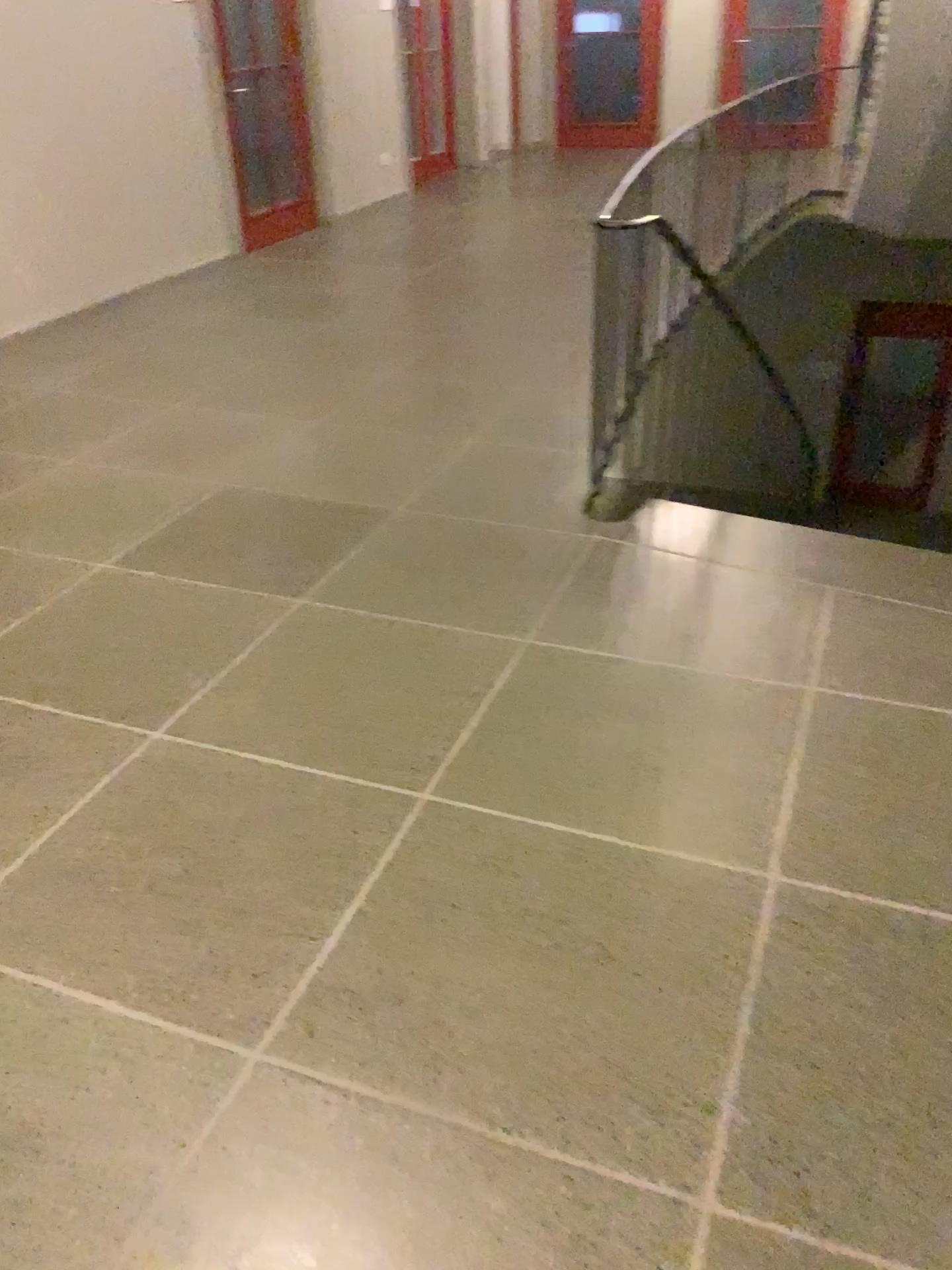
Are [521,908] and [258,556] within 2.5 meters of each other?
yes
